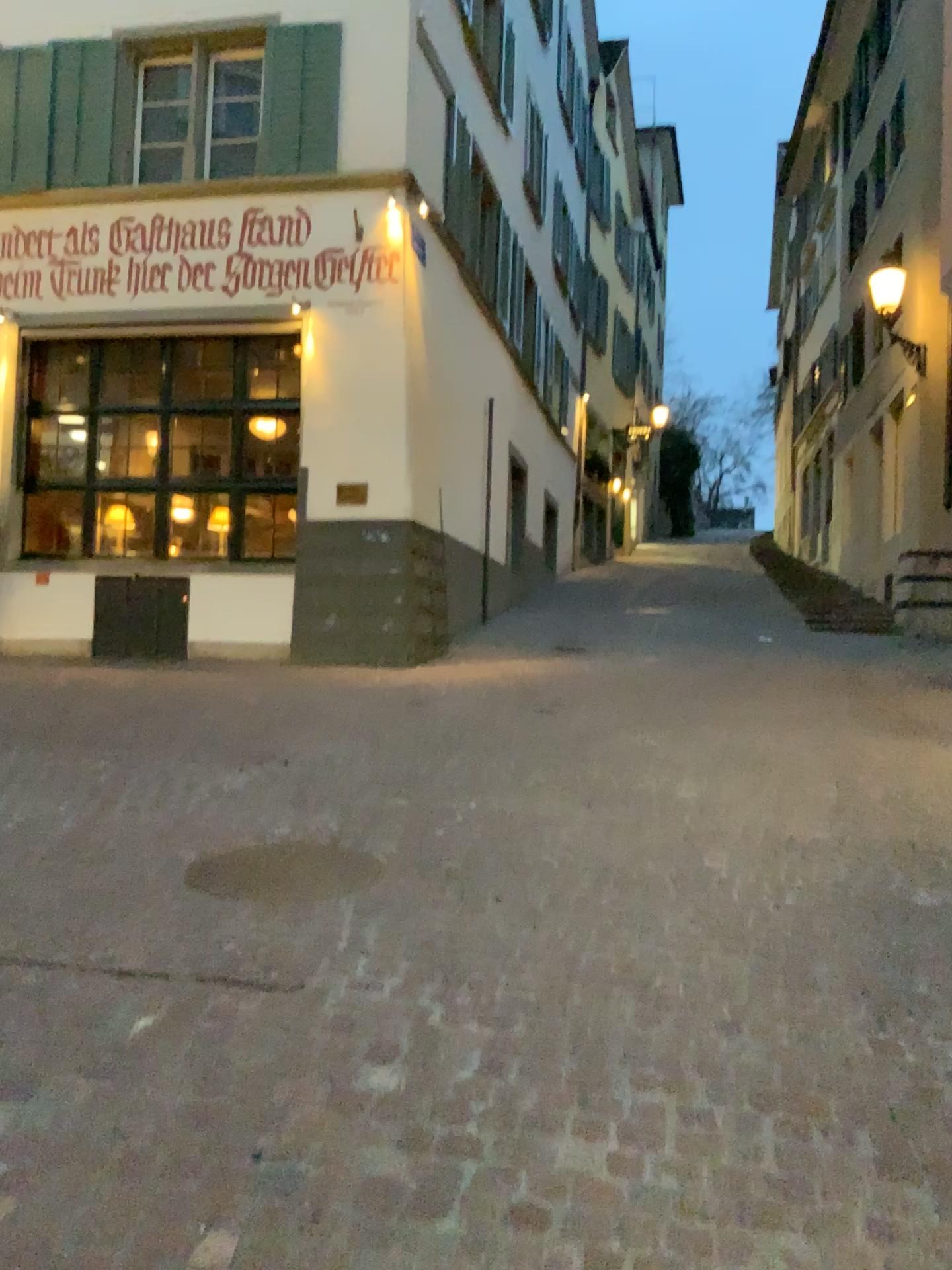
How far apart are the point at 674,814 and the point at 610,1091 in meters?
2.6
